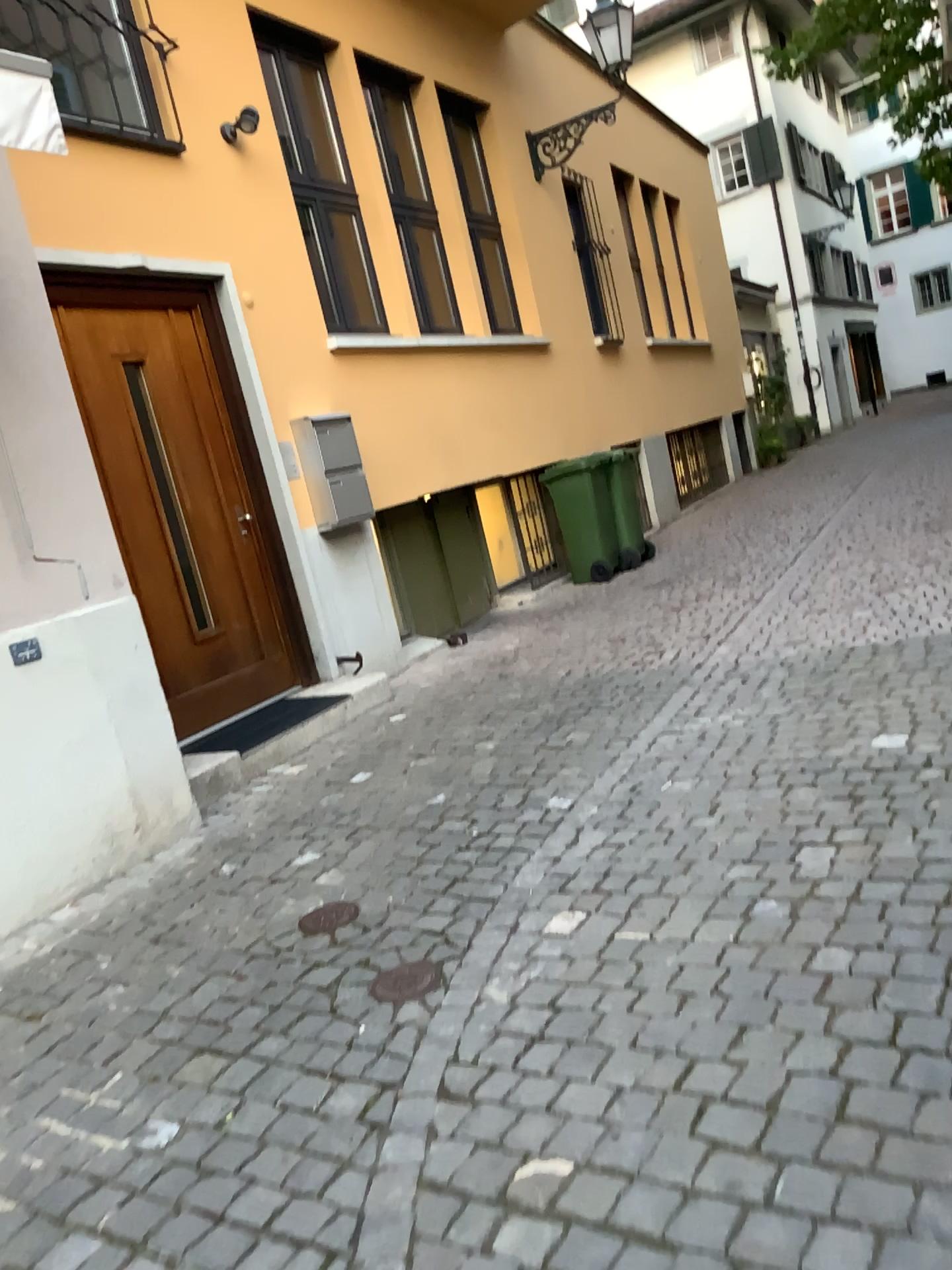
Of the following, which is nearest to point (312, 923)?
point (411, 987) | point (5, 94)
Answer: point (411, 987)

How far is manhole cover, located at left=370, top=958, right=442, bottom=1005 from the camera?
2.7m

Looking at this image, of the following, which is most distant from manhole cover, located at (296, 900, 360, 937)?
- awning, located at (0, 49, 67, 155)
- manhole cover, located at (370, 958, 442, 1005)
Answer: awning, located at (0, 49, 67, 155)

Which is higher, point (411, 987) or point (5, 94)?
point (5, 94)

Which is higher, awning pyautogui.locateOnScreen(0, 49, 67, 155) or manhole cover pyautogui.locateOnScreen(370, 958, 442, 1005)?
awning pyautogui.locateOnScreen(0, 49, 67, 155)

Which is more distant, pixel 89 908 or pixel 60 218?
pixel 60 218

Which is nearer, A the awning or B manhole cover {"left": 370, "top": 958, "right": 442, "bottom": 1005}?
B manhole cover {"left": 370, "top": 958, "right": 442, "bottom": 1005}

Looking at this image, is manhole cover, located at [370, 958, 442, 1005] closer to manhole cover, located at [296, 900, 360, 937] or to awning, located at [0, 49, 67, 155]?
manhole cover, located at [296, 900, 360, 937]

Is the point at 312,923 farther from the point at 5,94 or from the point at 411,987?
the point at 5,94
